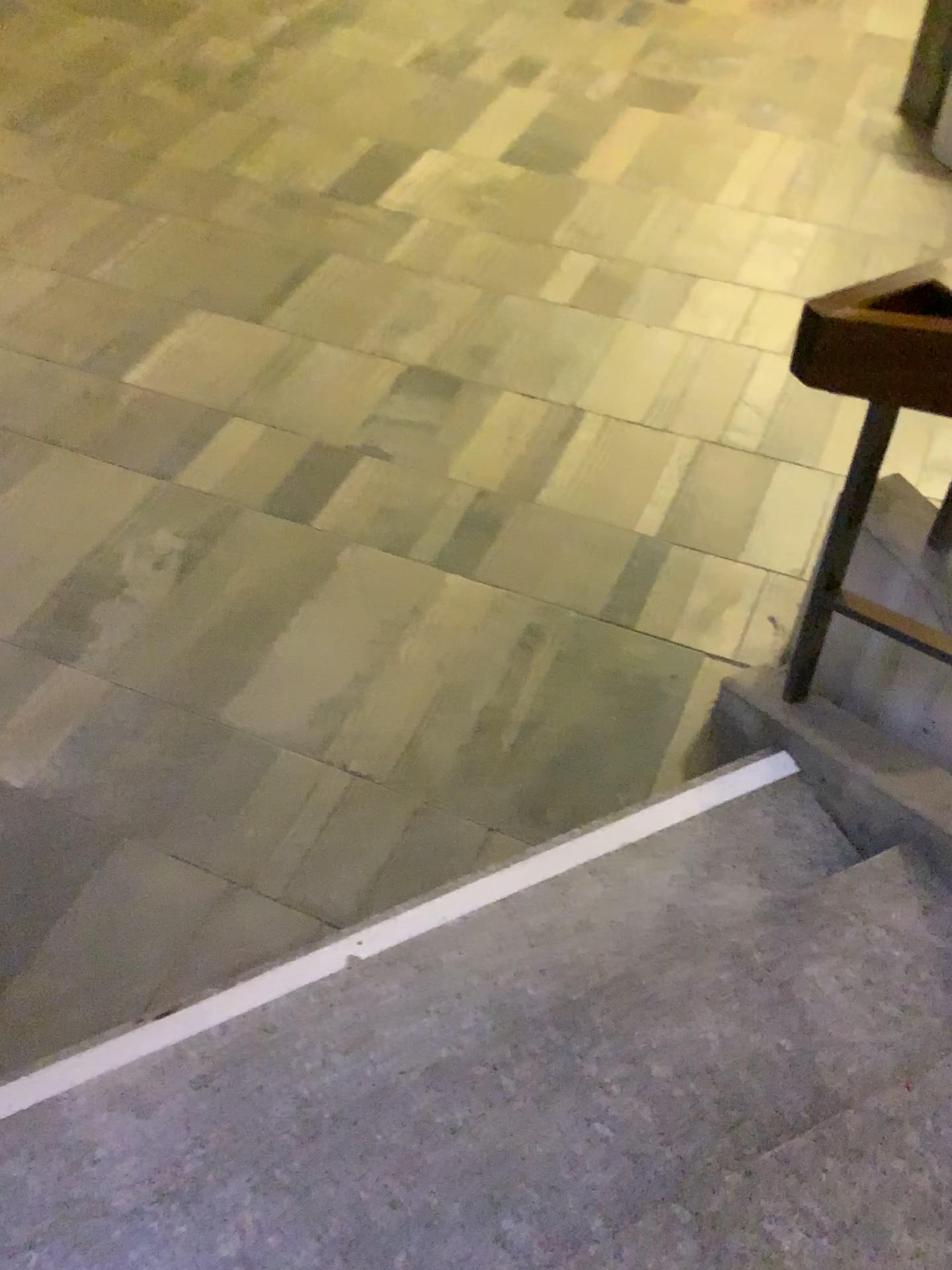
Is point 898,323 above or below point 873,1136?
above

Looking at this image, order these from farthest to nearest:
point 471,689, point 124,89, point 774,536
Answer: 1. point 124,89
2. point 774,536
3. point 471,689
